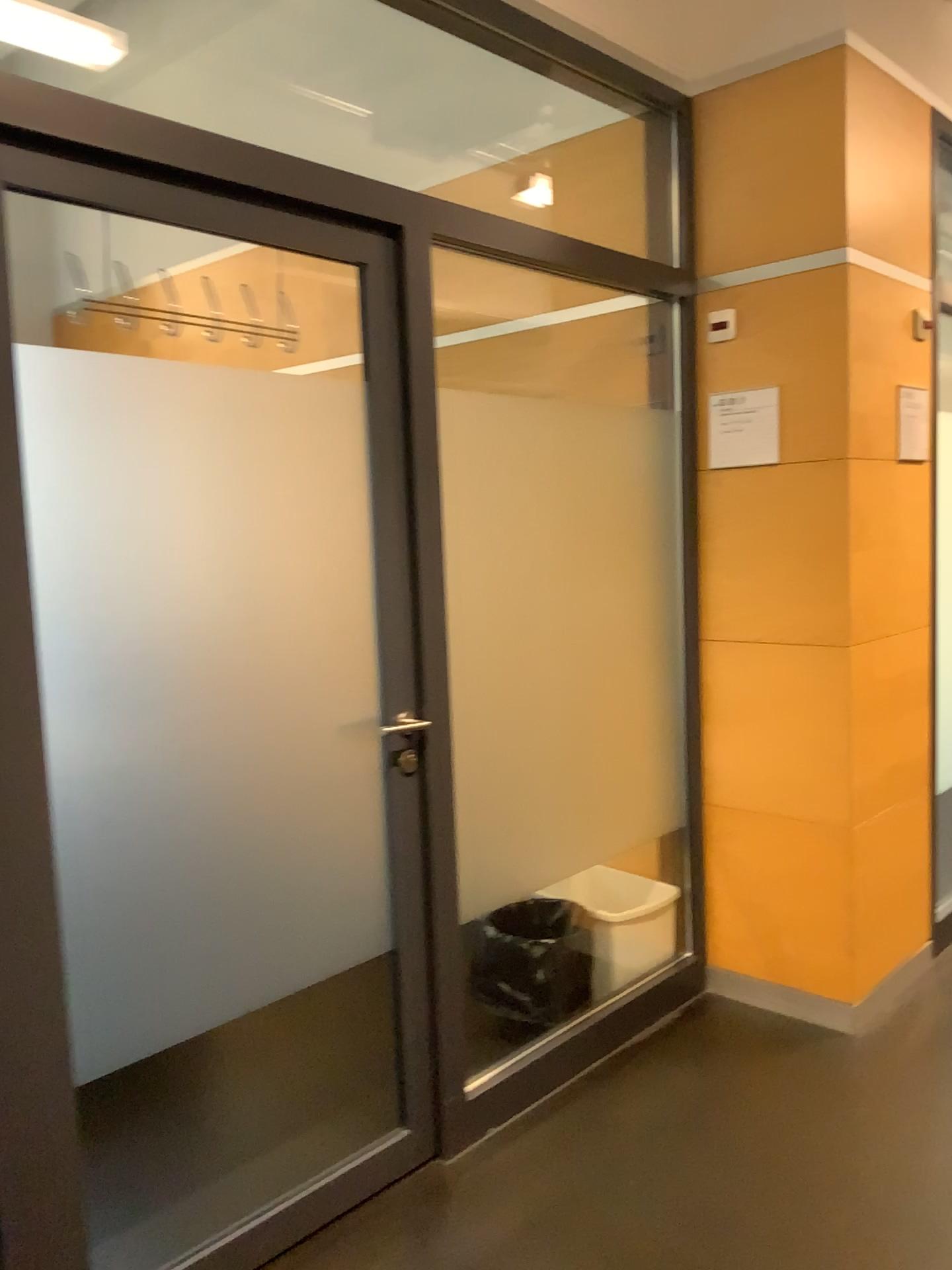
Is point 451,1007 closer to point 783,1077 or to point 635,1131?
point 635,1131

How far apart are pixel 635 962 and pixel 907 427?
1.7m

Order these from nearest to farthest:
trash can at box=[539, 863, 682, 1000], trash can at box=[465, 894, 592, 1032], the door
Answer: the door
trash can at box=[465, 894, 592, 1032]
trash can at box=[539, 863, 682, 1000]

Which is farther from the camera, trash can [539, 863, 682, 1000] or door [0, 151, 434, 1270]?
trash can [539, 863, 682, 1000]

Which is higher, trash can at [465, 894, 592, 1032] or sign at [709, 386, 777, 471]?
sign at [709, 386, 777, 471]

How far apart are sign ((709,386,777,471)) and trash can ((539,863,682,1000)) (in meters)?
1.33

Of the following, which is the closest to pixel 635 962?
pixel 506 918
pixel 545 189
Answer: pixel 506 918

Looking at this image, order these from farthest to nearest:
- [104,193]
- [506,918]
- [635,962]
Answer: [635,962], [506,918], [104,193]

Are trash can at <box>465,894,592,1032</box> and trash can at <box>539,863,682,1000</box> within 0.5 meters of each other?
yes

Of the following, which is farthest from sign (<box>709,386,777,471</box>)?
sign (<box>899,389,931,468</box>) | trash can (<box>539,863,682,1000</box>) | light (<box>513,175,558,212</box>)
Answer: trash can (<box>539,863,682,1000</box>)
